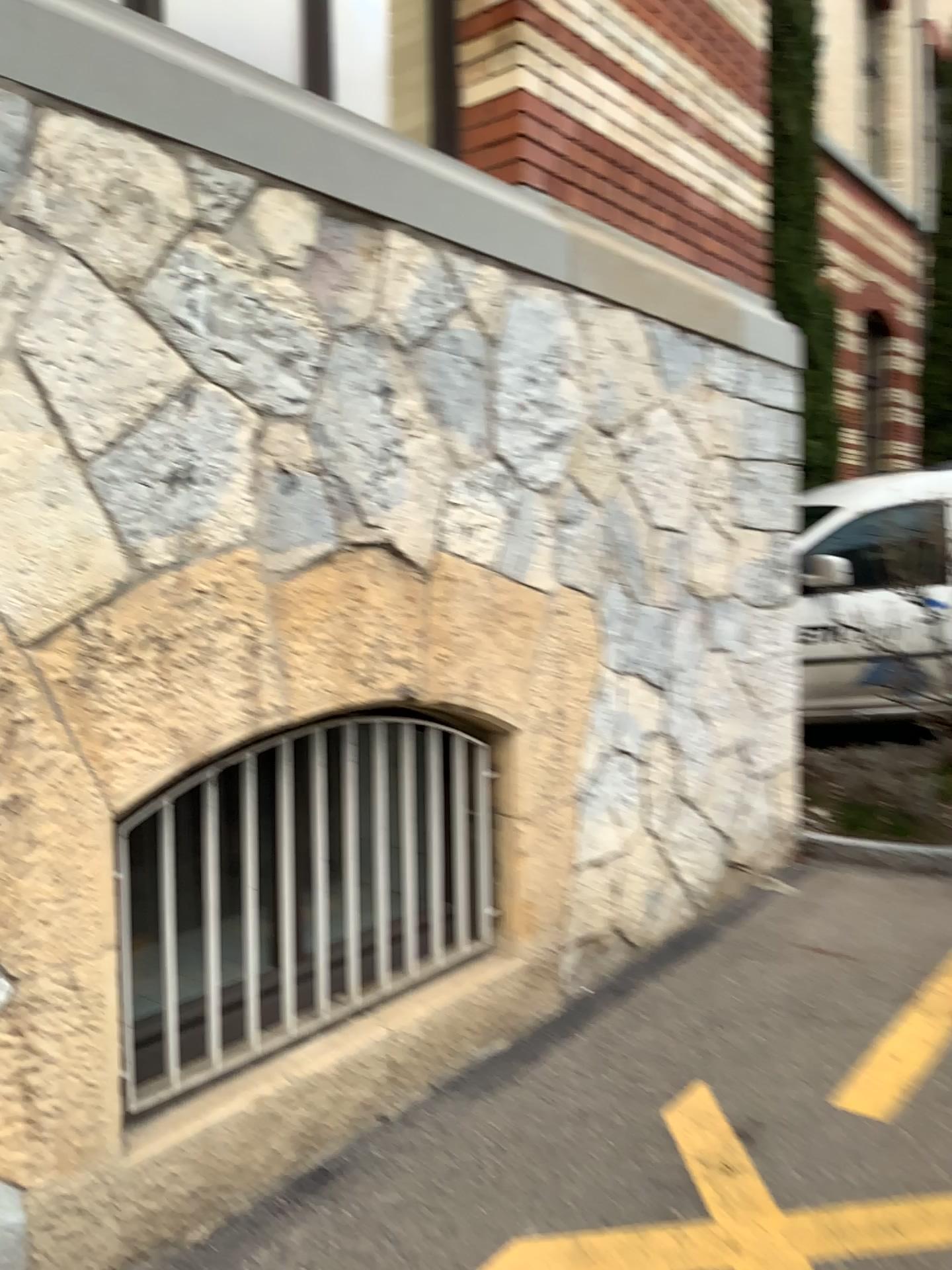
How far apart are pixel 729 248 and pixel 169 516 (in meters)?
2.91
